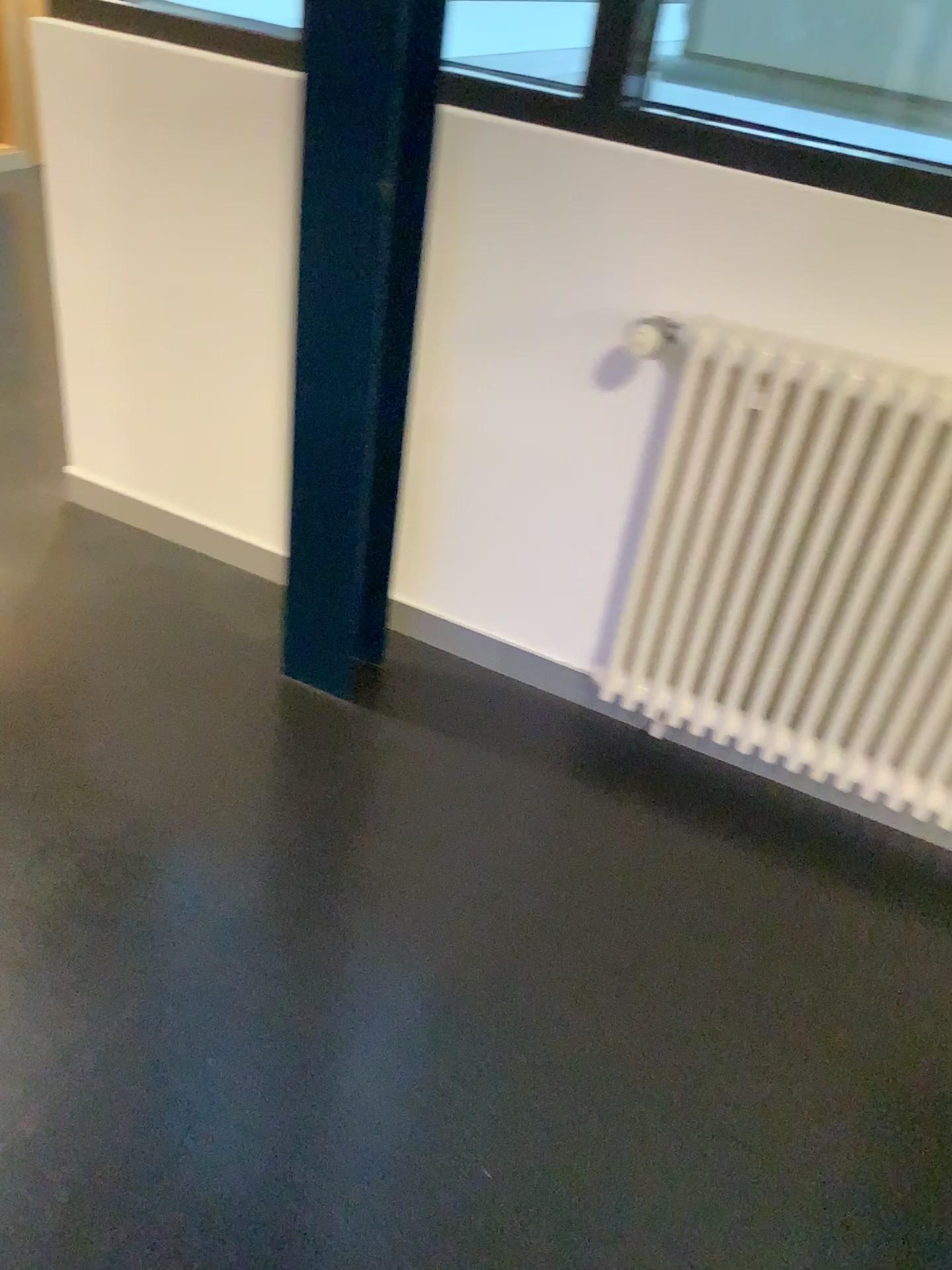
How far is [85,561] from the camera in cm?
242

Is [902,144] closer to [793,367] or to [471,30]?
[793,367]

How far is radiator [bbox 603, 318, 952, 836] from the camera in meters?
1.6 m

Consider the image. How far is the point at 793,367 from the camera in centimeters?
163cm

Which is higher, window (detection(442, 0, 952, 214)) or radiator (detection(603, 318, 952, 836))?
window (detection(442, 0, 952, 214))

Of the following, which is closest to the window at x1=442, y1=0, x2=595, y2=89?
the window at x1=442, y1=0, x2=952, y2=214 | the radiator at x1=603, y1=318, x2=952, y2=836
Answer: the window at x1=442, y1=0, x2=952, y2=214

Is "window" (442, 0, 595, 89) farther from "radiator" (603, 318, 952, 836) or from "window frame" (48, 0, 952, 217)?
"radiator" (603, 318, 952, 836)

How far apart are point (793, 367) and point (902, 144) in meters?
0.4

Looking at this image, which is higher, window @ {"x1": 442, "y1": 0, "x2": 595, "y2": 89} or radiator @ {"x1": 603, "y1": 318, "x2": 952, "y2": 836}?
window @ {"x1": 442, "y1": 0, "x2": 595, "y2": 89}

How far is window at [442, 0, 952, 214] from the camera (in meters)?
1.62
